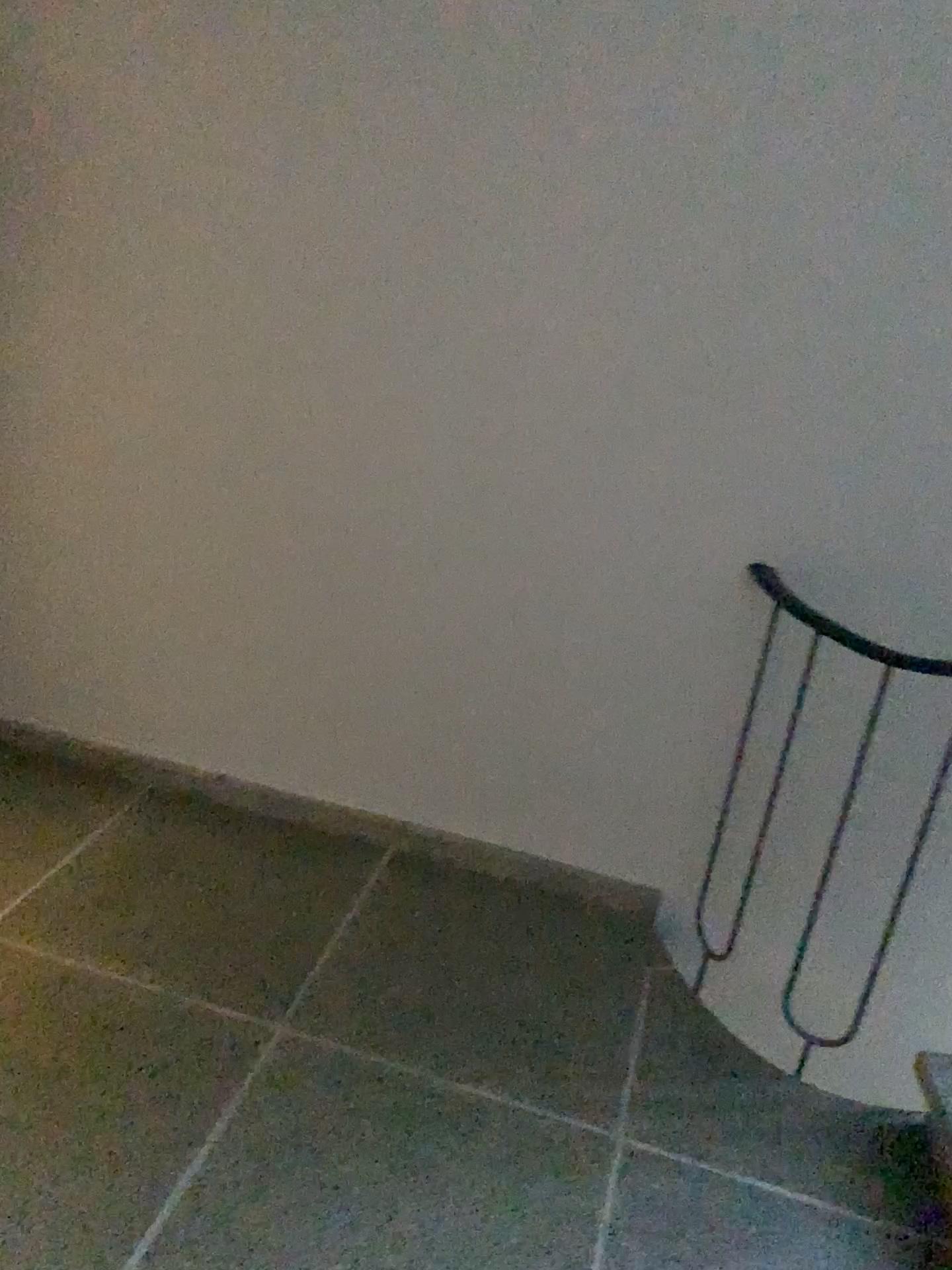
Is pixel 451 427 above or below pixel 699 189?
below
